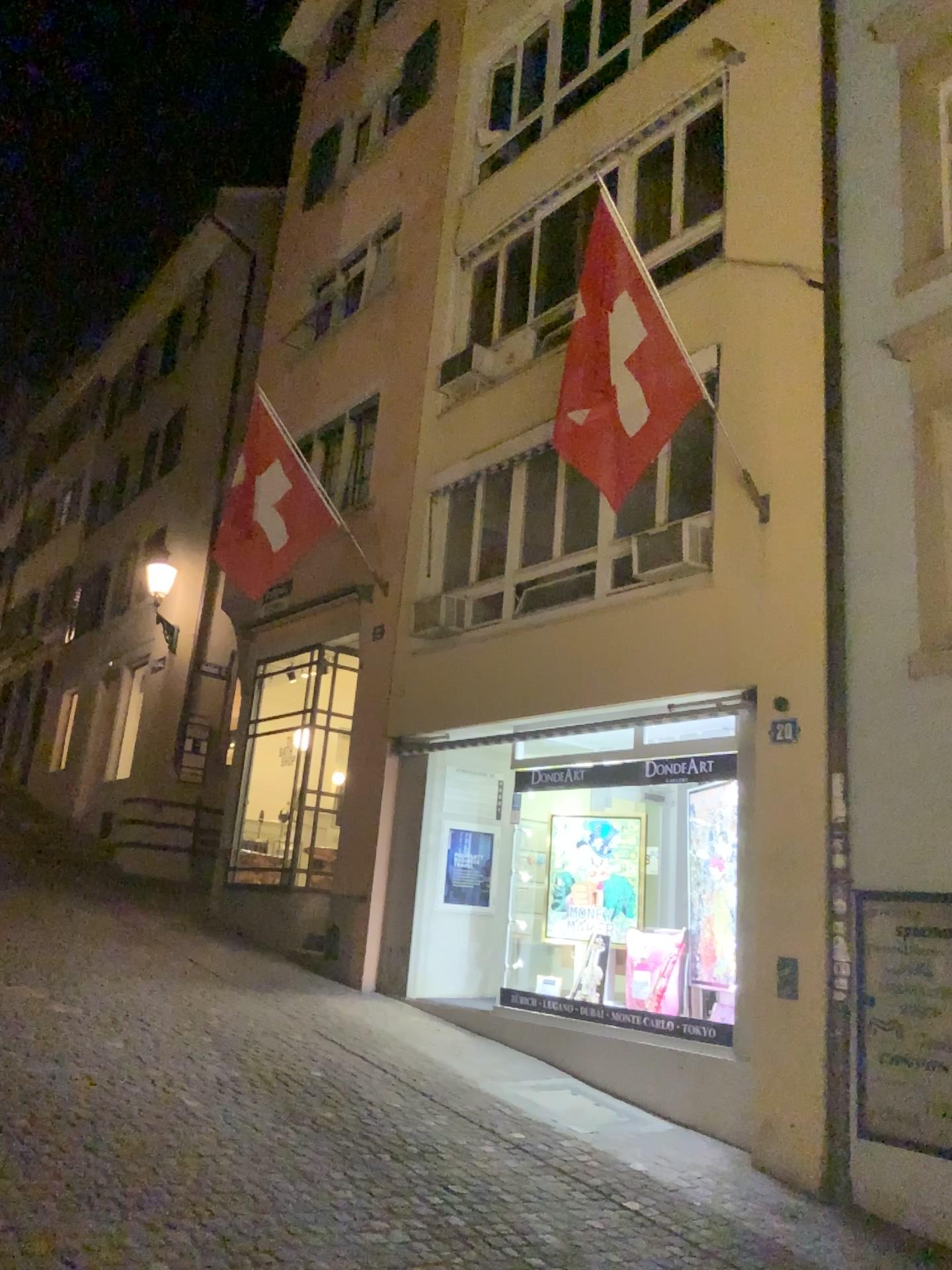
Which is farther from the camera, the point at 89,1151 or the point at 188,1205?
the point at 89,1151
